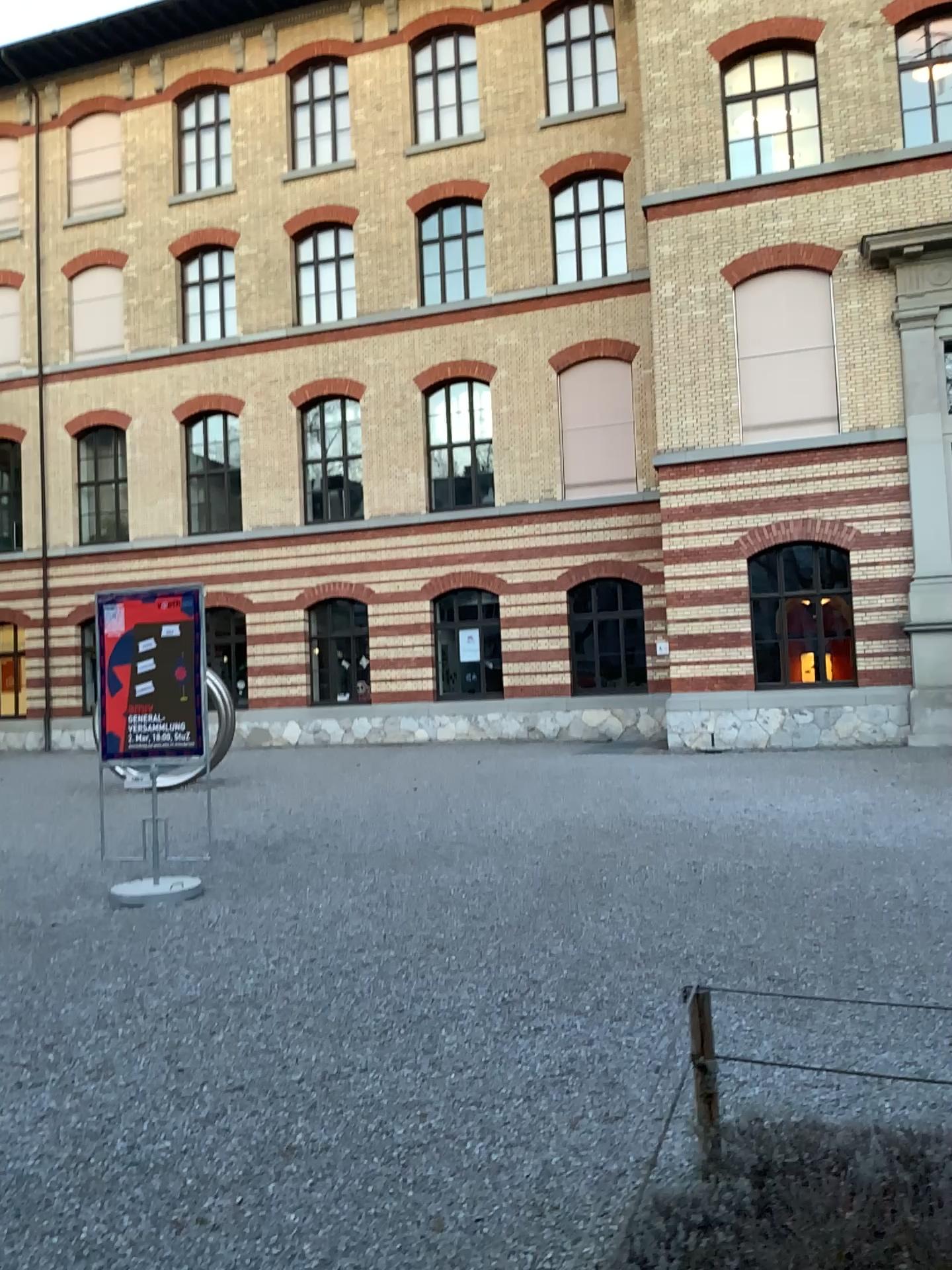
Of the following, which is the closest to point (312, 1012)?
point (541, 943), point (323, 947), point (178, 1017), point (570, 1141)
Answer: point (178, 1017)
